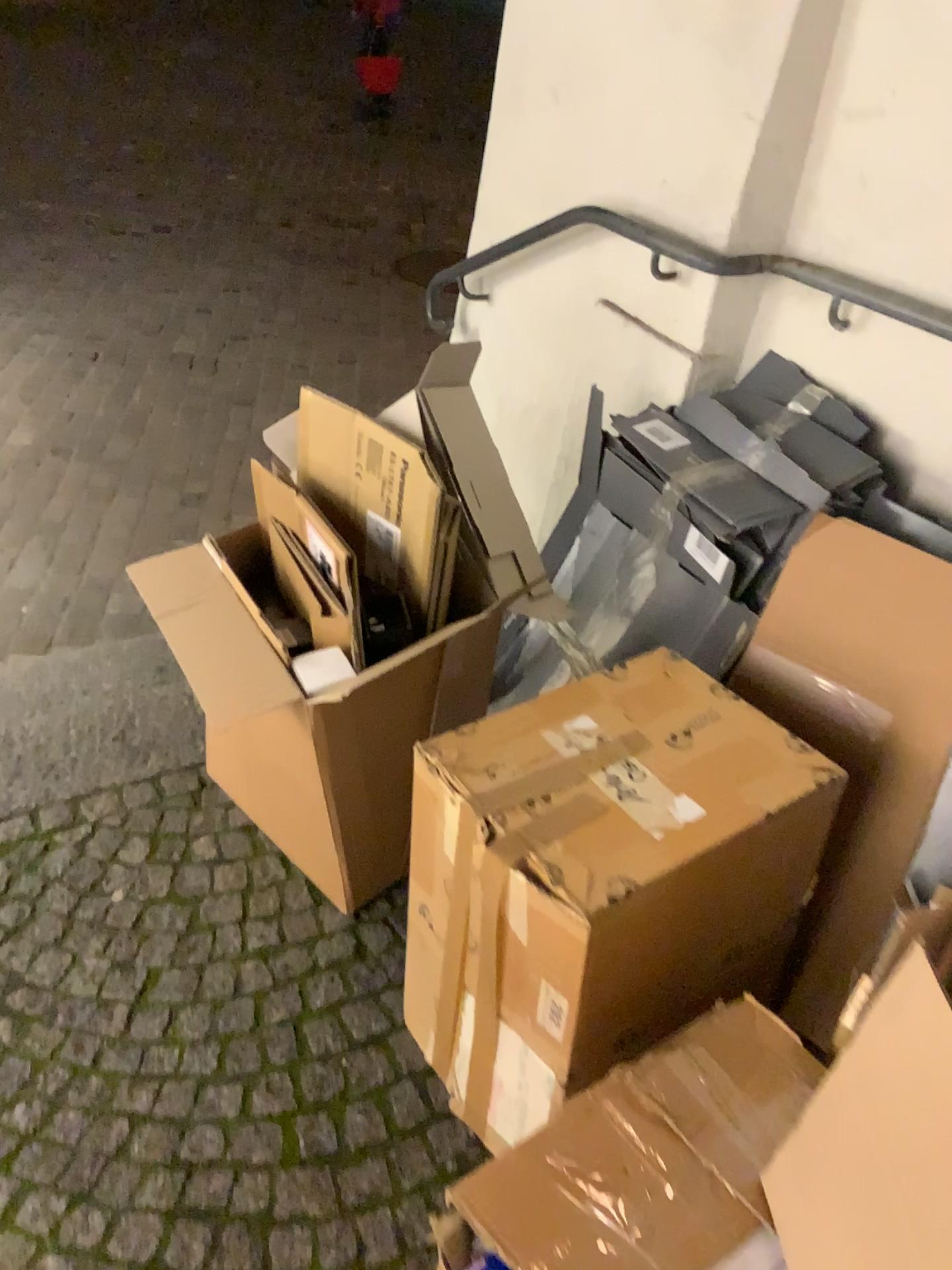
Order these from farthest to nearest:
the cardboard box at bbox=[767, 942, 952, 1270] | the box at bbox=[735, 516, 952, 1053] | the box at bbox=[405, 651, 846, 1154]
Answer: the box at bbox=[735, 516, 952, 1053]
the box at bbox=[405, 651, 846, 1154]
the cardboard box at bbox=[767, 942, 952, 1270]

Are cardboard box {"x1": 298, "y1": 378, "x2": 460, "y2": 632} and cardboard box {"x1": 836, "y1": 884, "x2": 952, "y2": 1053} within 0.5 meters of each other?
no

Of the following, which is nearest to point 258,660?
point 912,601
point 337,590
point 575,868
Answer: point 337,590

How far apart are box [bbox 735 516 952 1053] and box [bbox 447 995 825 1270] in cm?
32

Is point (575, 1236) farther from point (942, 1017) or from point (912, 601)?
point (912, 601)

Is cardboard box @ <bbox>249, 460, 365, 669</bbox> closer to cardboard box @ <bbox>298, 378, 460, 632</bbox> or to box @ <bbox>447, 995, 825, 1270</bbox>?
cardboard box @ <bbox>298, 378, 460, 632</bbox>

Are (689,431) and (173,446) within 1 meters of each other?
no

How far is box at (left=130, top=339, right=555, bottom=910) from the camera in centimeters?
144cm

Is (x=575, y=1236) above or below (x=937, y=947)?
below

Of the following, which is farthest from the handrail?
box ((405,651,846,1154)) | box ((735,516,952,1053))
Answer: box ((405,651,846,1154))
